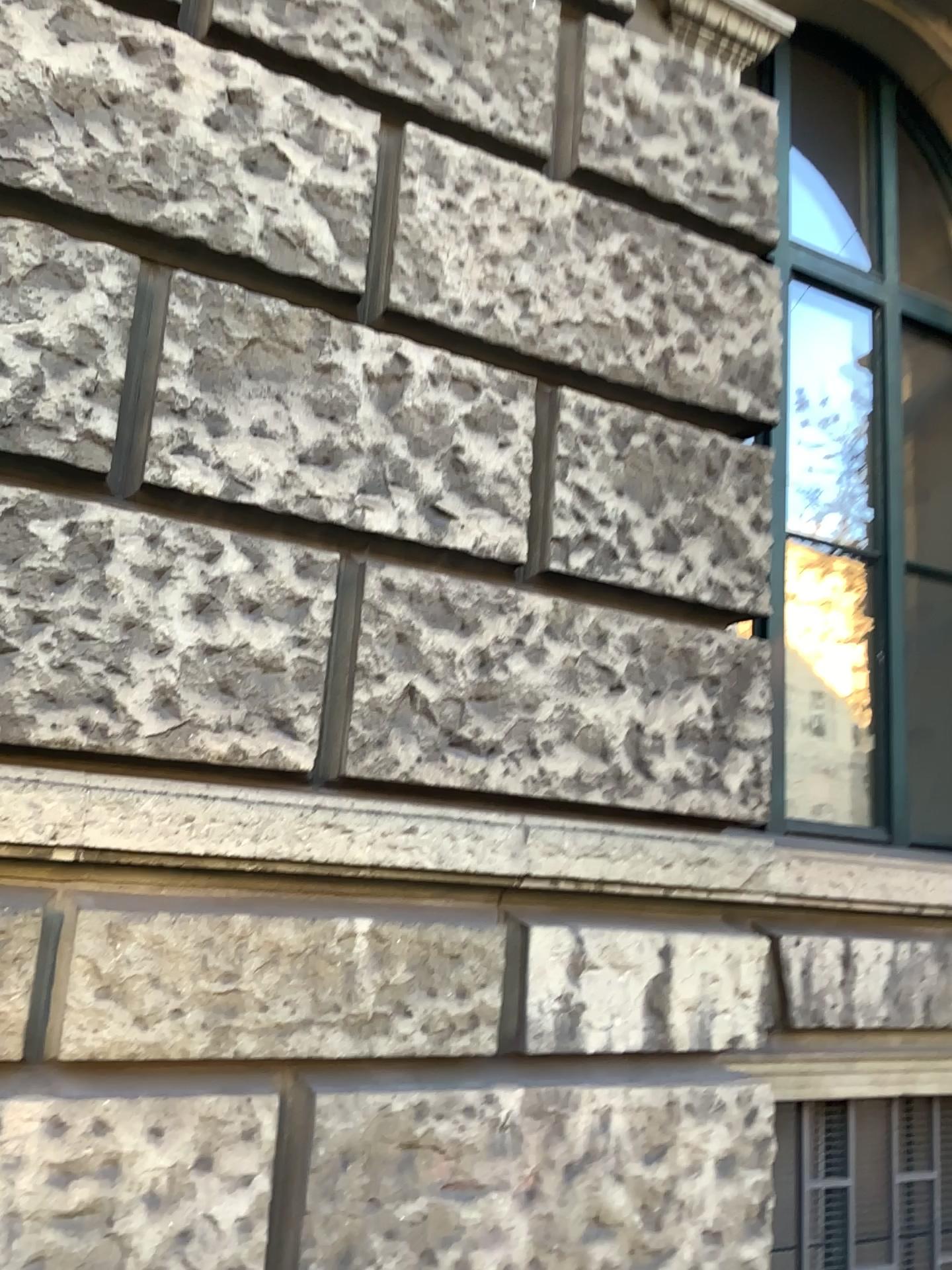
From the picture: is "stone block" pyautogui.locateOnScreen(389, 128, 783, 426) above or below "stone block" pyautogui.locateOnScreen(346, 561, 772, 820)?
above

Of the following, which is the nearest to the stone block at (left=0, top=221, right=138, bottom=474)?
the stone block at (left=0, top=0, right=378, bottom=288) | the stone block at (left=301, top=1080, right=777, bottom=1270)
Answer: the stone block at (left=0, top=0, right=378, bottom=288)

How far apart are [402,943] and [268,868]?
0.3 meters

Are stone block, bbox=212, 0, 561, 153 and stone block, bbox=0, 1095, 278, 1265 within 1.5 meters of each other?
no

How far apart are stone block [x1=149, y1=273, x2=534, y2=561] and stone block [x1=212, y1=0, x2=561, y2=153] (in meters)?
0.58

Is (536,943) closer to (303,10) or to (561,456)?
(561,456)

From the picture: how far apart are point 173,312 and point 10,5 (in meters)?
0.64

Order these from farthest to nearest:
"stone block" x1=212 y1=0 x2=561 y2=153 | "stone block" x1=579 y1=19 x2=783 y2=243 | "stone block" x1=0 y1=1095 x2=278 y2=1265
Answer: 1. "stone block" x1=579 y1=19 x2=783 y2=243
2. "stone block" x1=212 y1=0 x2=561 y2=153
3. "stone block" x1=0 y1=1095 x2=278 y2=1265

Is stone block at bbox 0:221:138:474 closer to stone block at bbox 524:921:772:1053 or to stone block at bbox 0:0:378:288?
stone block at bbox 0:0:378:288

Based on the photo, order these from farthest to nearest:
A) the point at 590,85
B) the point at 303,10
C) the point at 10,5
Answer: the point at 590,85 < the point at 303,10 < the point at 10,5
